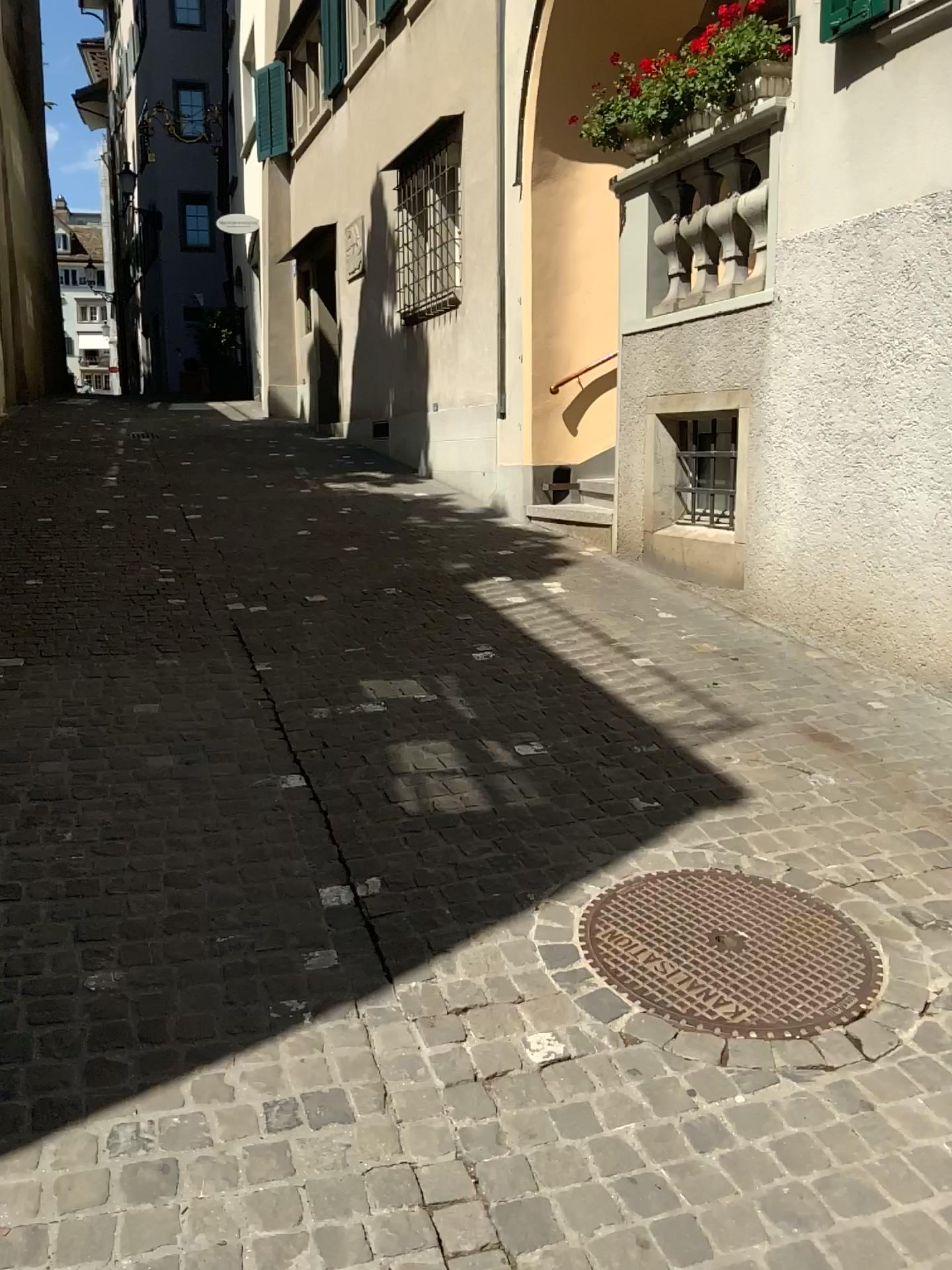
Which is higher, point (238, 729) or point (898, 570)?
point (898, 570)
